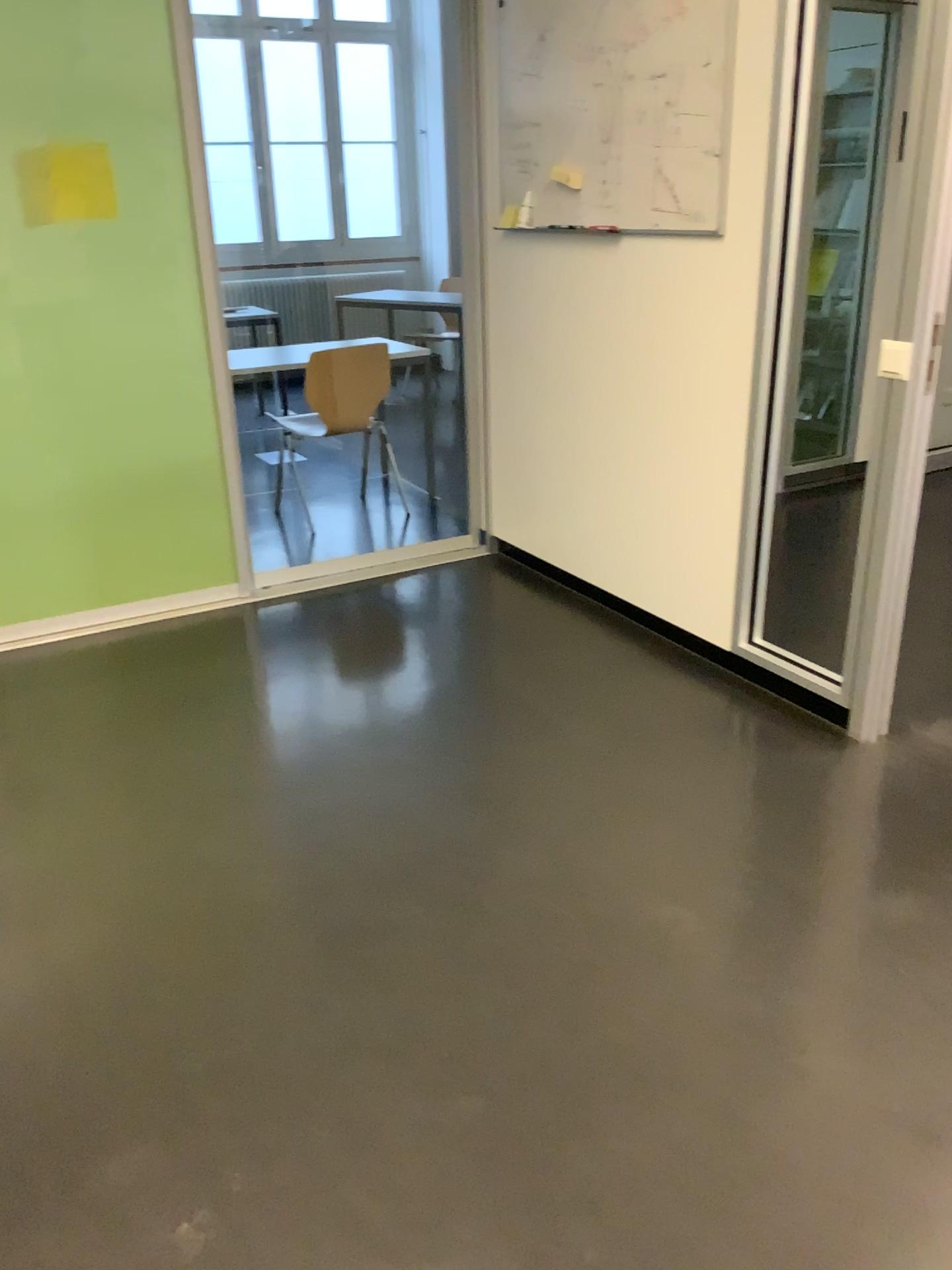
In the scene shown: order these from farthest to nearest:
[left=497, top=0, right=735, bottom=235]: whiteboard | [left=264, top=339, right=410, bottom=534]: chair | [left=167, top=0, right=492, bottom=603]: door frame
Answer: [left=264, top=339, right=410, bottom=534]: chair, [left=167, top=0, right=492, bottom=603]: door frame, [left=497, top=0, right=735, bottom=235]: whiteboard

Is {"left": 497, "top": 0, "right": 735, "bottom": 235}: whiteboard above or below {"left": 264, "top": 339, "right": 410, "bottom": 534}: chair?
above

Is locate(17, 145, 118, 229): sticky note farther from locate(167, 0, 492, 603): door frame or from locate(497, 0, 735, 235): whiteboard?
locate(497, 0, 735, 235): whiteboard

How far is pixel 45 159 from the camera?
3.3m

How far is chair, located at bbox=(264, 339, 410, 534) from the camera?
4.8m

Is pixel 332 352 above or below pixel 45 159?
below

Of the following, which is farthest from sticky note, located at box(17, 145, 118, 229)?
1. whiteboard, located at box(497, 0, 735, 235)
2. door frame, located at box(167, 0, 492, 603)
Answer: whiteboard, located at box(497, 0, 735, 235)

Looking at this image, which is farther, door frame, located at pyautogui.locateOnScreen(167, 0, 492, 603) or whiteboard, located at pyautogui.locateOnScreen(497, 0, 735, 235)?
door frame, located at pyautogui.locateOnScreen(167, 0, 492, 603)

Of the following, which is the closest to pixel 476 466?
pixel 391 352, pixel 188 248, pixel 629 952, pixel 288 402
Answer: pixel 391 352

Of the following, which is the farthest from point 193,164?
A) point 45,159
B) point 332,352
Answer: point 332,352
